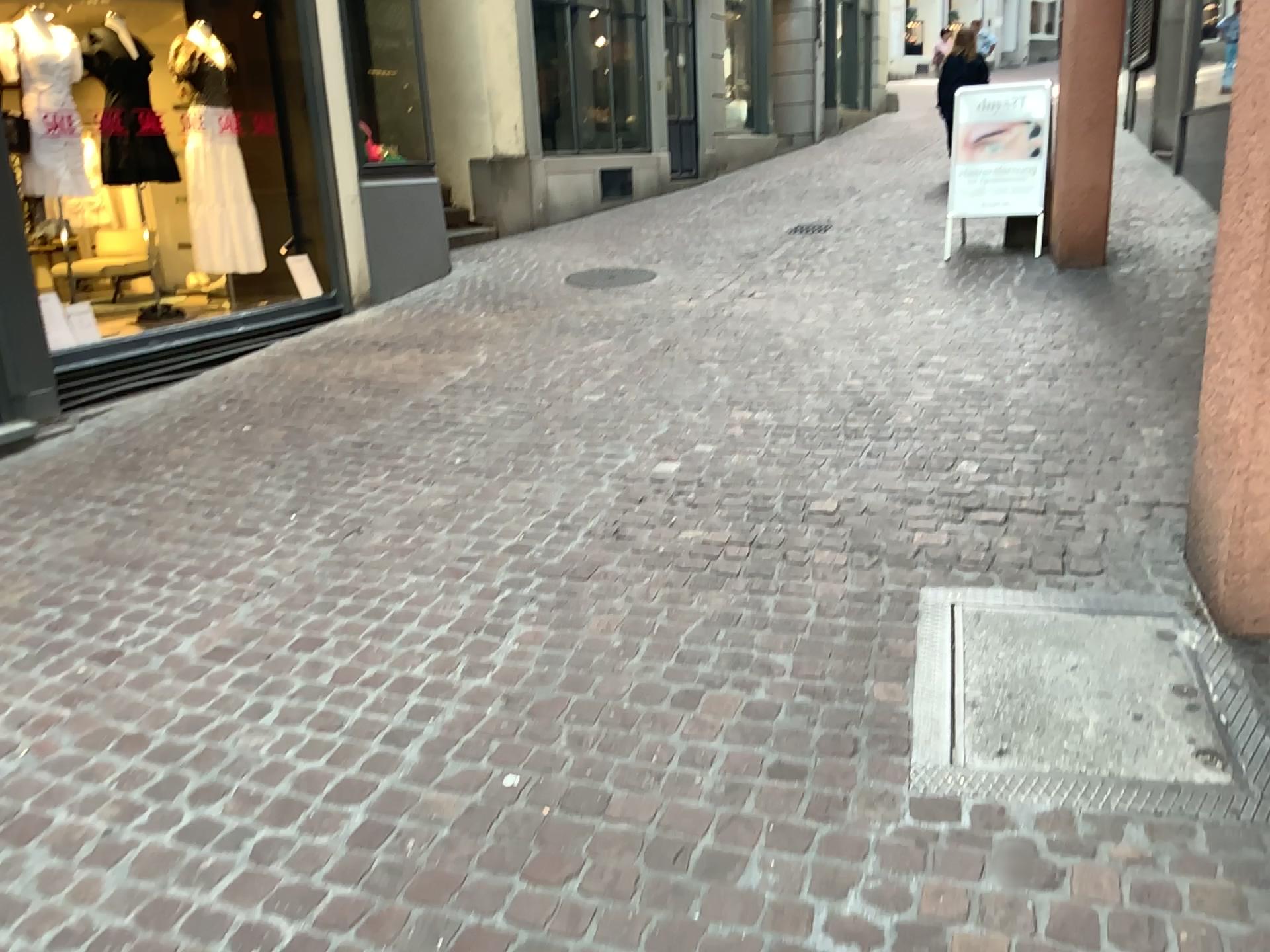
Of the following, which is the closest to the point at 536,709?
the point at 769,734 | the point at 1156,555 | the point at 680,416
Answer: the point at 769,734
